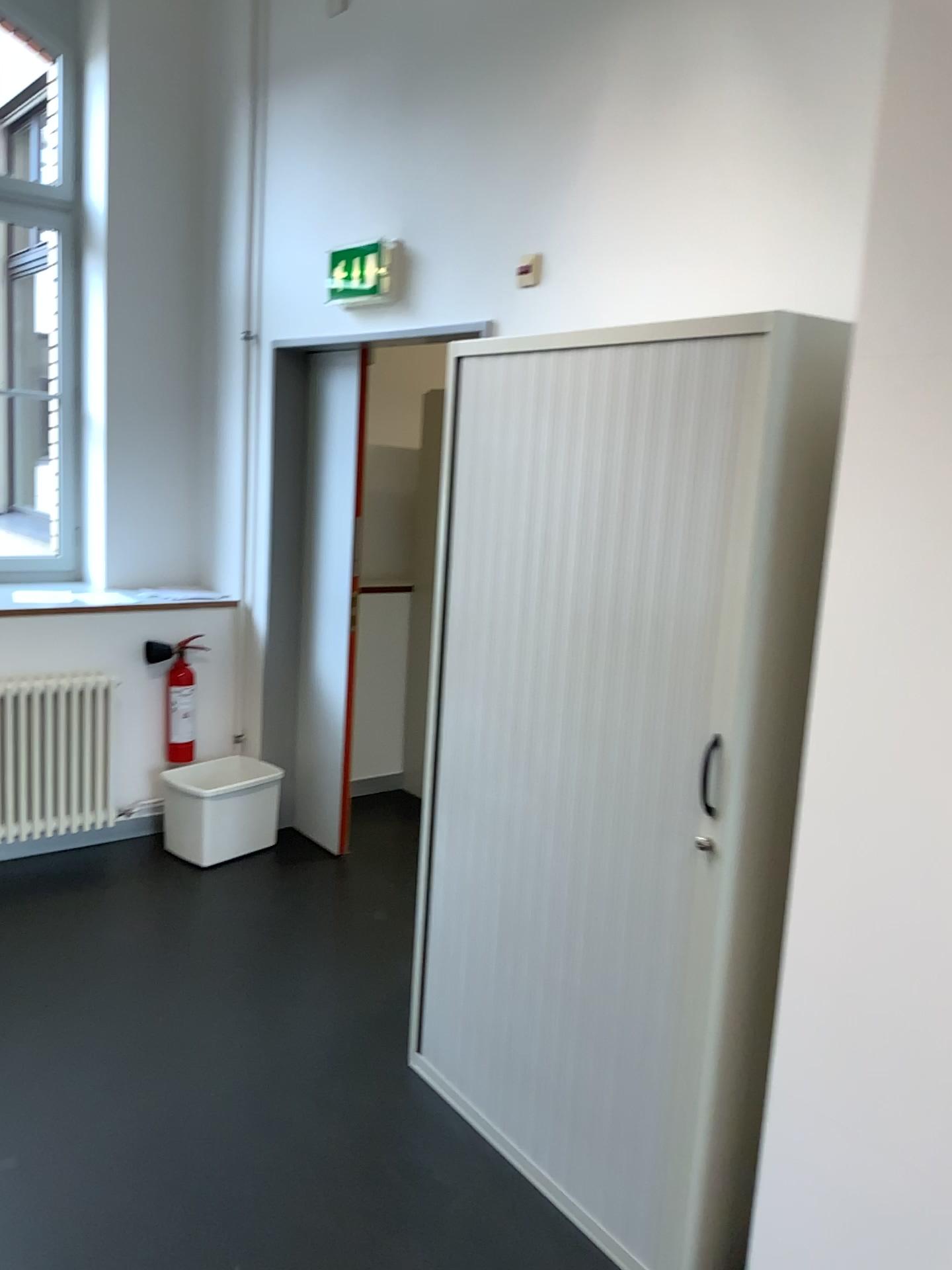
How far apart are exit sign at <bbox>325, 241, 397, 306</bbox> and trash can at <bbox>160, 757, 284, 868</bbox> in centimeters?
187cm

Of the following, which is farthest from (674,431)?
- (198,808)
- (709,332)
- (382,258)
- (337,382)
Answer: (198,808)

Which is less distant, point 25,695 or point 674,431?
point 674,431

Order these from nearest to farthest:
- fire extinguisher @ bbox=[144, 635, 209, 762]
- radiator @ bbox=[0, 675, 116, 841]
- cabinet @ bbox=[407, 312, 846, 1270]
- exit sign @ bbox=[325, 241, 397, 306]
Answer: cabinet @ bbox=[407, 312, 846, 1270], exit sign @ bbox=[325, 241, 397, 306], radiator @ bbox=[0, 675, 116, 841], fire extinguisher @ bbox=[144, 635, 209, 762]

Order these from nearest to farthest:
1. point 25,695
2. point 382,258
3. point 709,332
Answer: point 709,332 < point 382,258 < point 25,695

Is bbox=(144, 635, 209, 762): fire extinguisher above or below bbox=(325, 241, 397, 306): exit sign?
below

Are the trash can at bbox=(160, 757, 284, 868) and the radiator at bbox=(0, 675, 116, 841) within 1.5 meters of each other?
yes

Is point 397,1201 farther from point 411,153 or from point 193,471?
point 193,471

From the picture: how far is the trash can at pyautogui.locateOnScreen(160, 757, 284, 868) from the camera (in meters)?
4.03

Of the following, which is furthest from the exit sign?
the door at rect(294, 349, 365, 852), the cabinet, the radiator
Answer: the radiator
